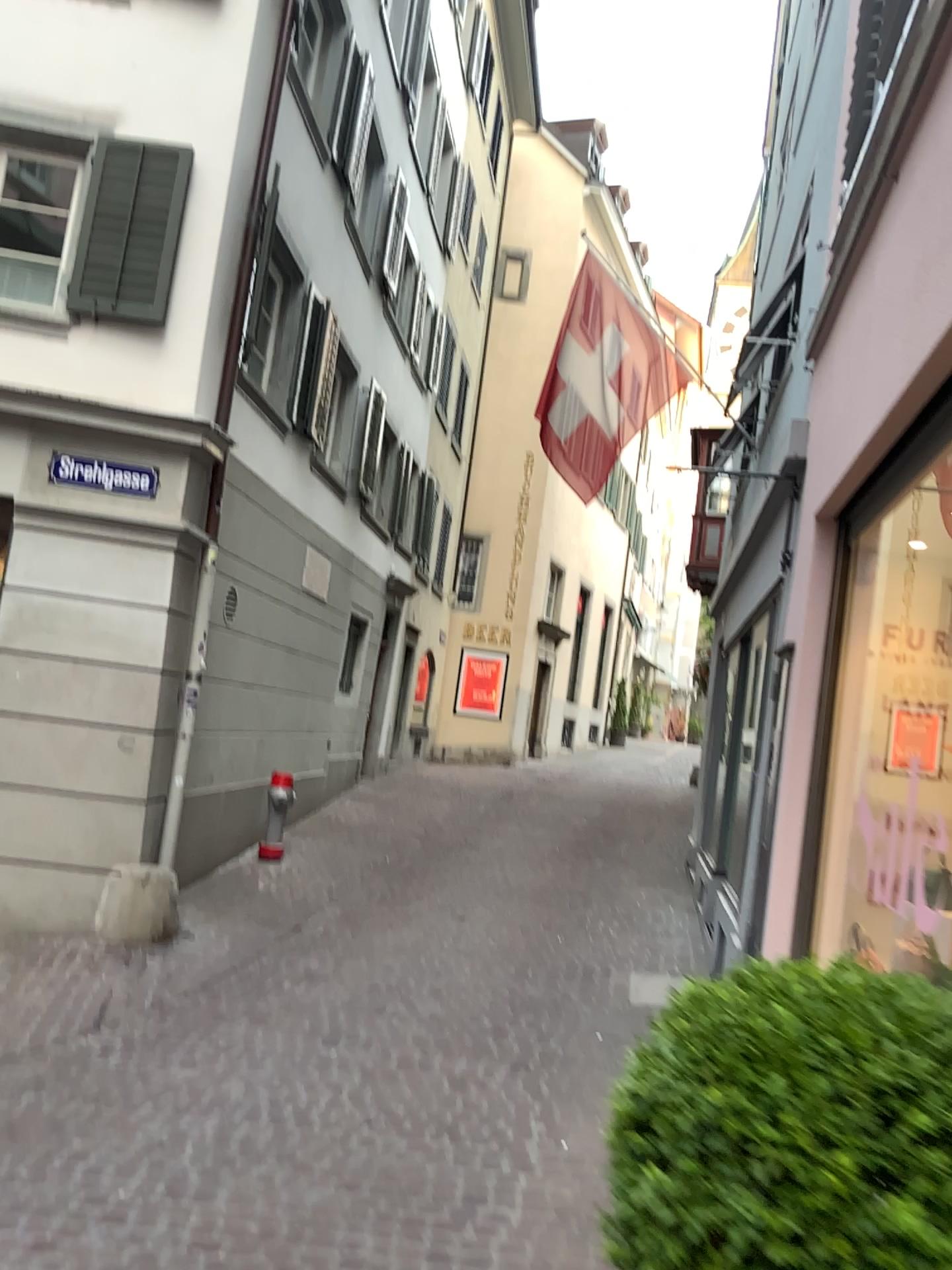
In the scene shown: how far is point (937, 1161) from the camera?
1.1 meters

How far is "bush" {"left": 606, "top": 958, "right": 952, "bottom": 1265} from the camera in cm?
109

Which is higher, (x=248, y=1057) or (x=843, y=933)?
(x=843, y=933)
